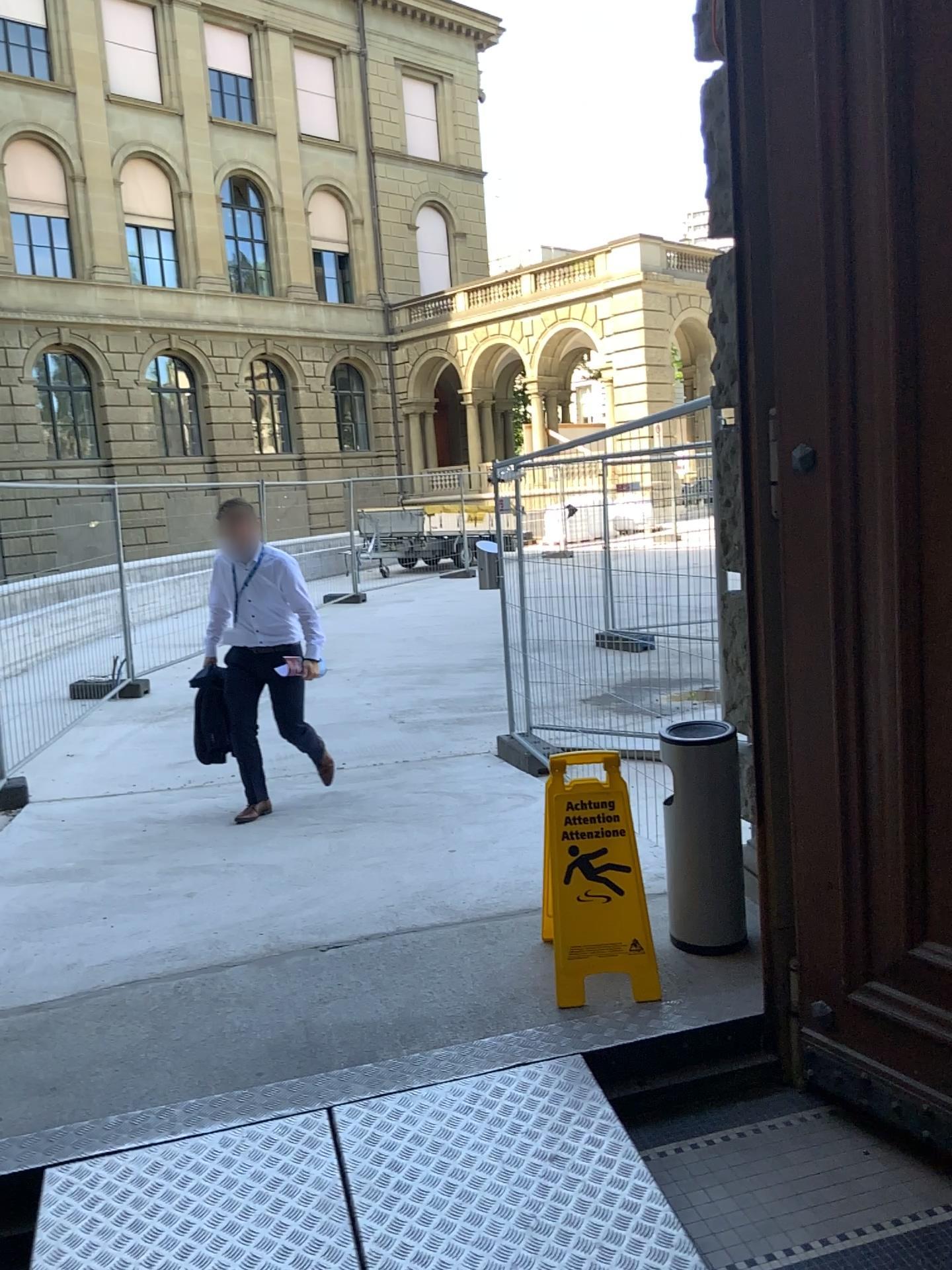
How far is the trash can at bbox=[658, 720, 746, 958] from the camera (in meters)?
2.95

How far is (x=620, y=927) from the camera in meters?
2.8 m

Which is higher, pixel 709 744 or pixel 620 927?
pixel 709 744

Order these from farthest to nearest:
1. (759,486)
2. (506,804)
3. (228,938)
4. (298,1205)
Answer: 1. (506,804)
2. (228,938)
3. (759,486)
4. (298,1205)

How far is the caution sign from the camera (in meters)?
2.80

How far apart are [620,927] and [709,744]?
0.56m
